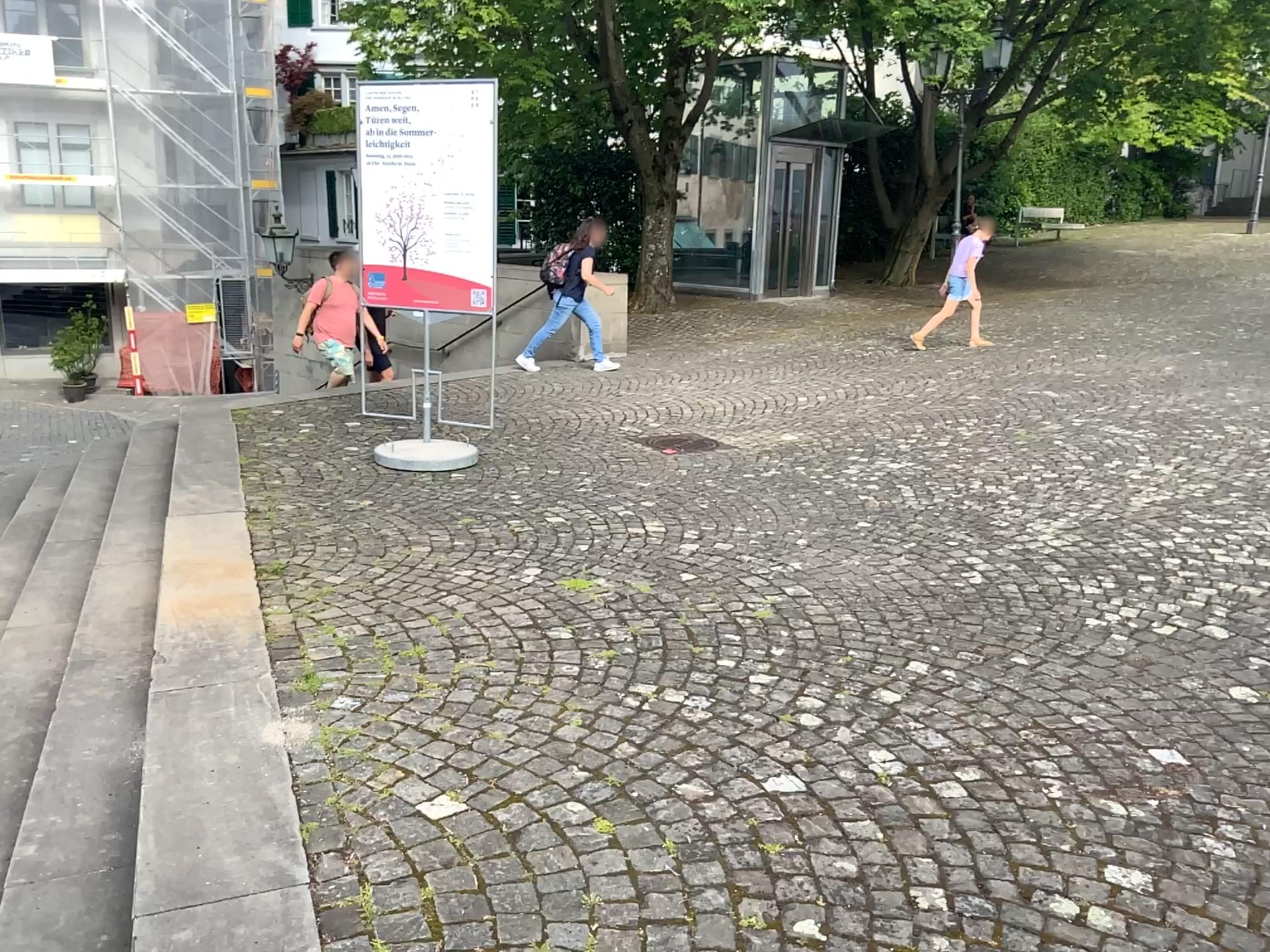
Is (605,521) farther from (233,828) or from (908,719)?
(233,828)
